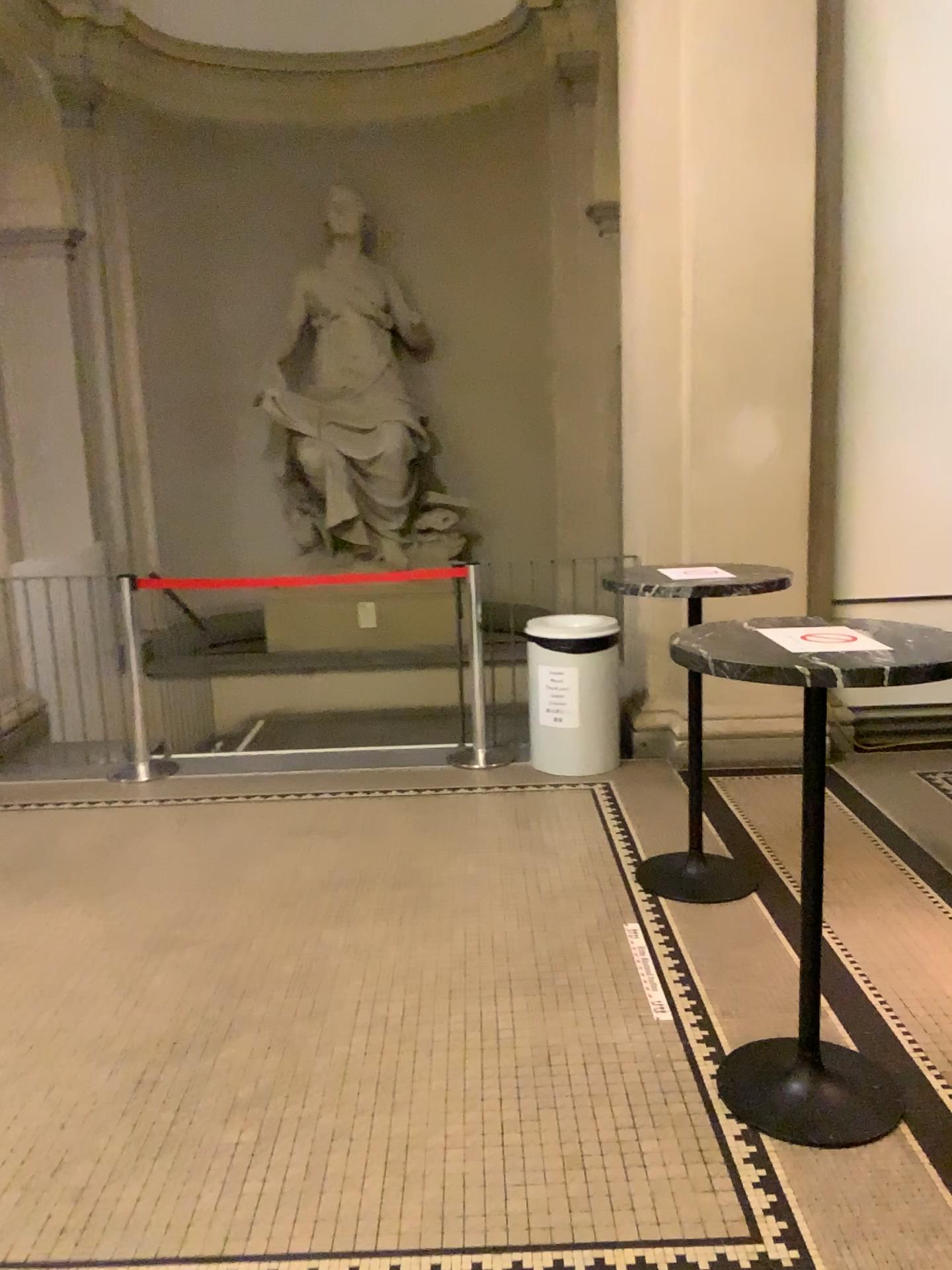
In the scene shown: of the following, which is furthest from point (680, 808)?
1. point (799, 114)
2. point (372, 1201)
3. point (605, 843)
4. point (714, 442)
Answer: point (799, 114)
